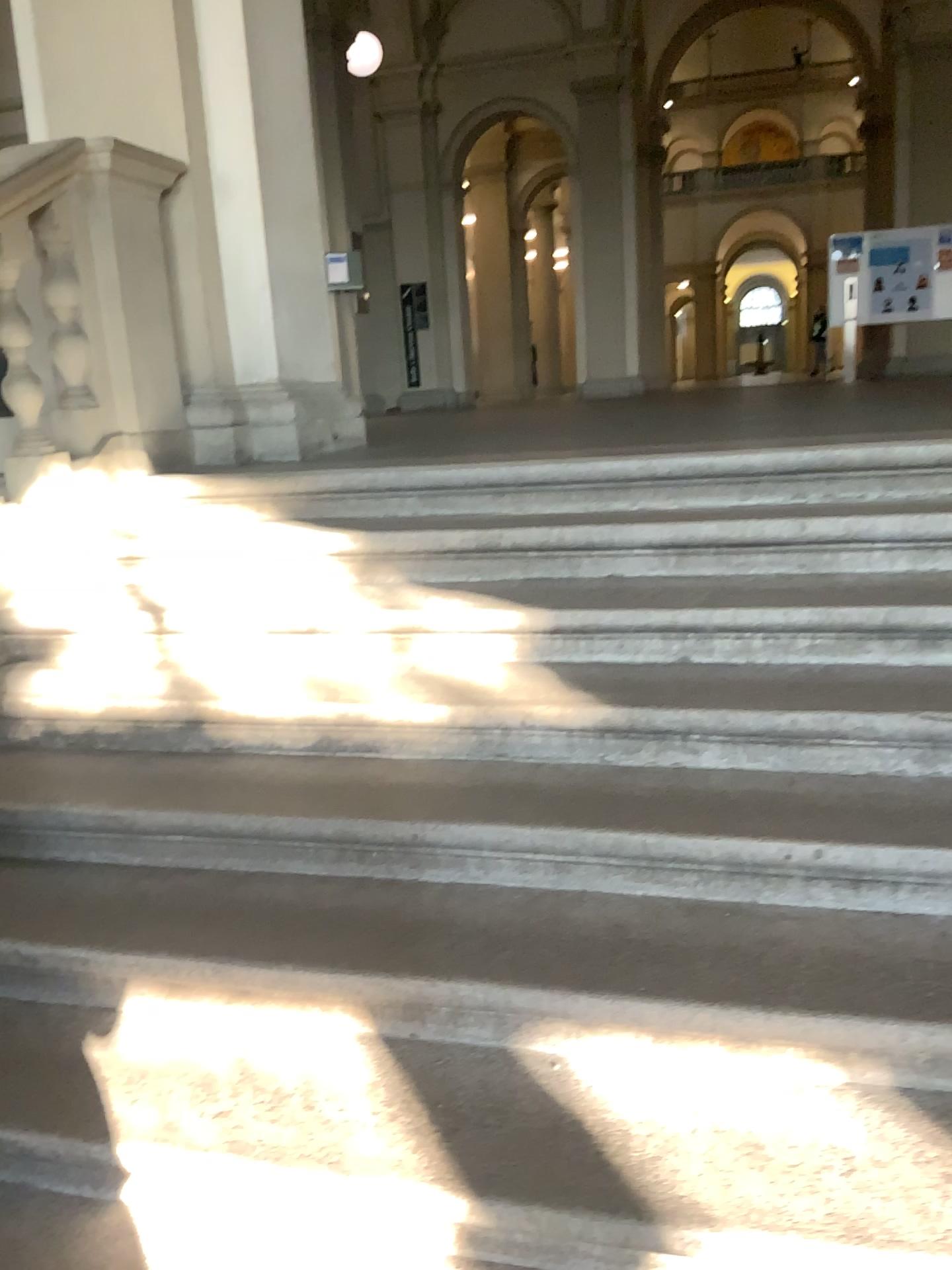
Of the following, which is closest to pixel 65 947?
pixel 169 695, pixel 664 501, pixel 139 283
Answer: pixel 169 695
